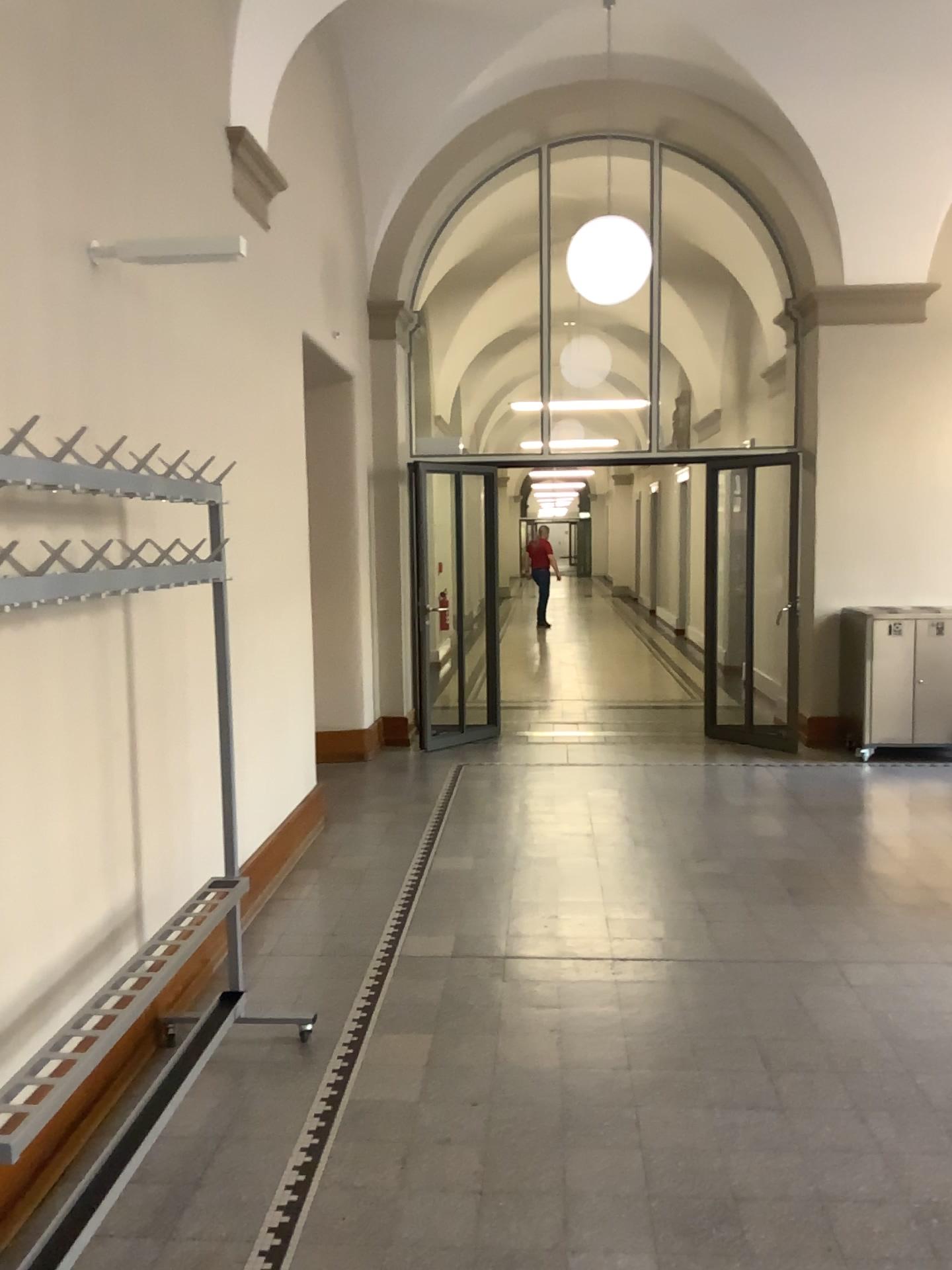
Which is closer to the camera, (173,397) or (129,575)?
(129,575)

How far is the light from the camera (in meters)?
2.96

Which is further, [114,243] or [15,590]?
[114,243]

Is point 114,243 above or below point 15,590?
above

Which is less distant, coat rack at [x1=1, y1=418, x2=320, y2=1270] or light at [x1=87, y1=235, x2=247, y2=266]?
coat rack at [x1=1, y1=418, x2=320, y2=1270]

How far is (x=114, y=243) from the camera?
3.0 meters

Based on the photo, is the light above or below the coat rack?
above
